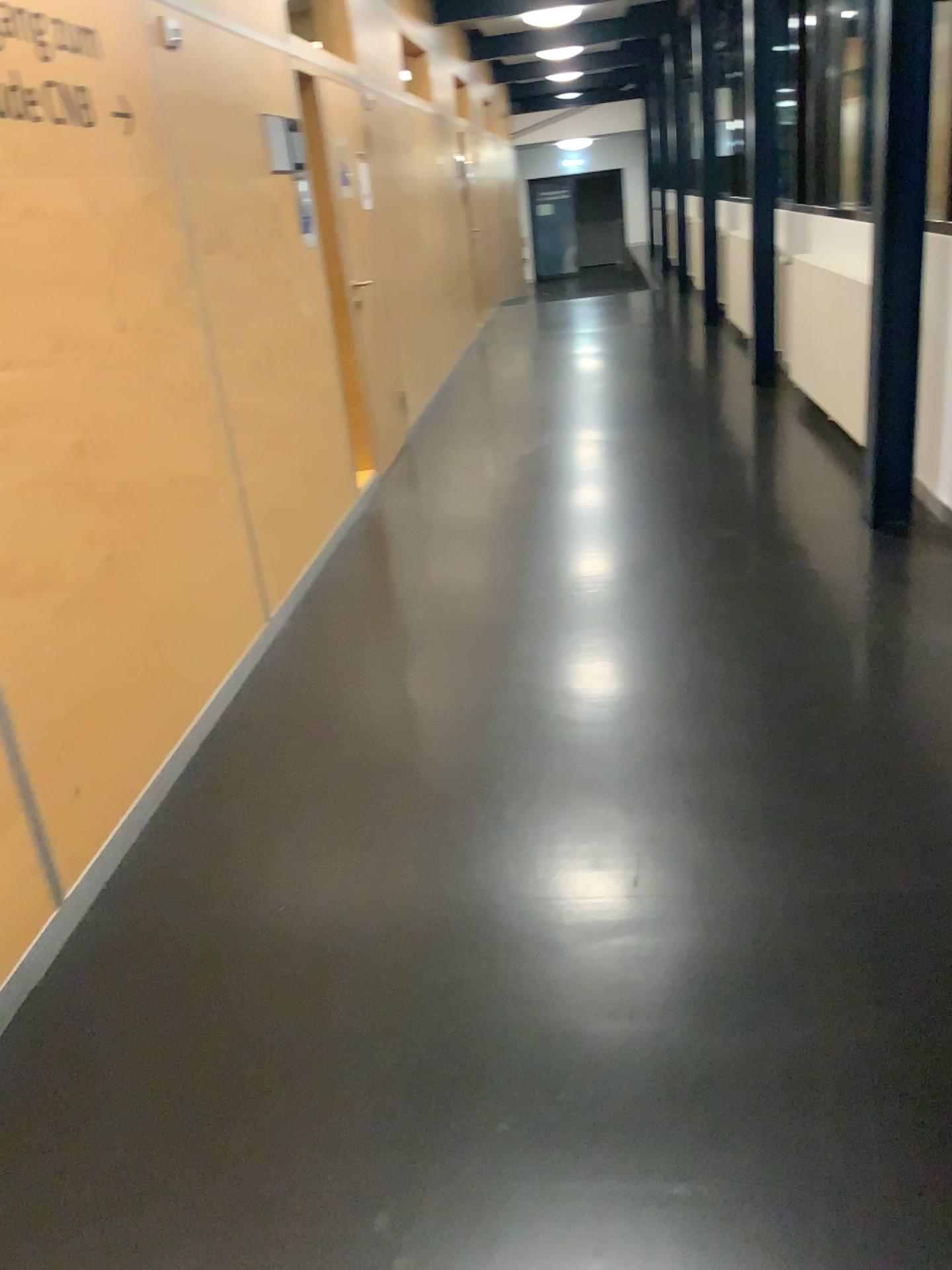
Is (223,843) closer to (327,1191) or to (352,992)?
(352,992)
